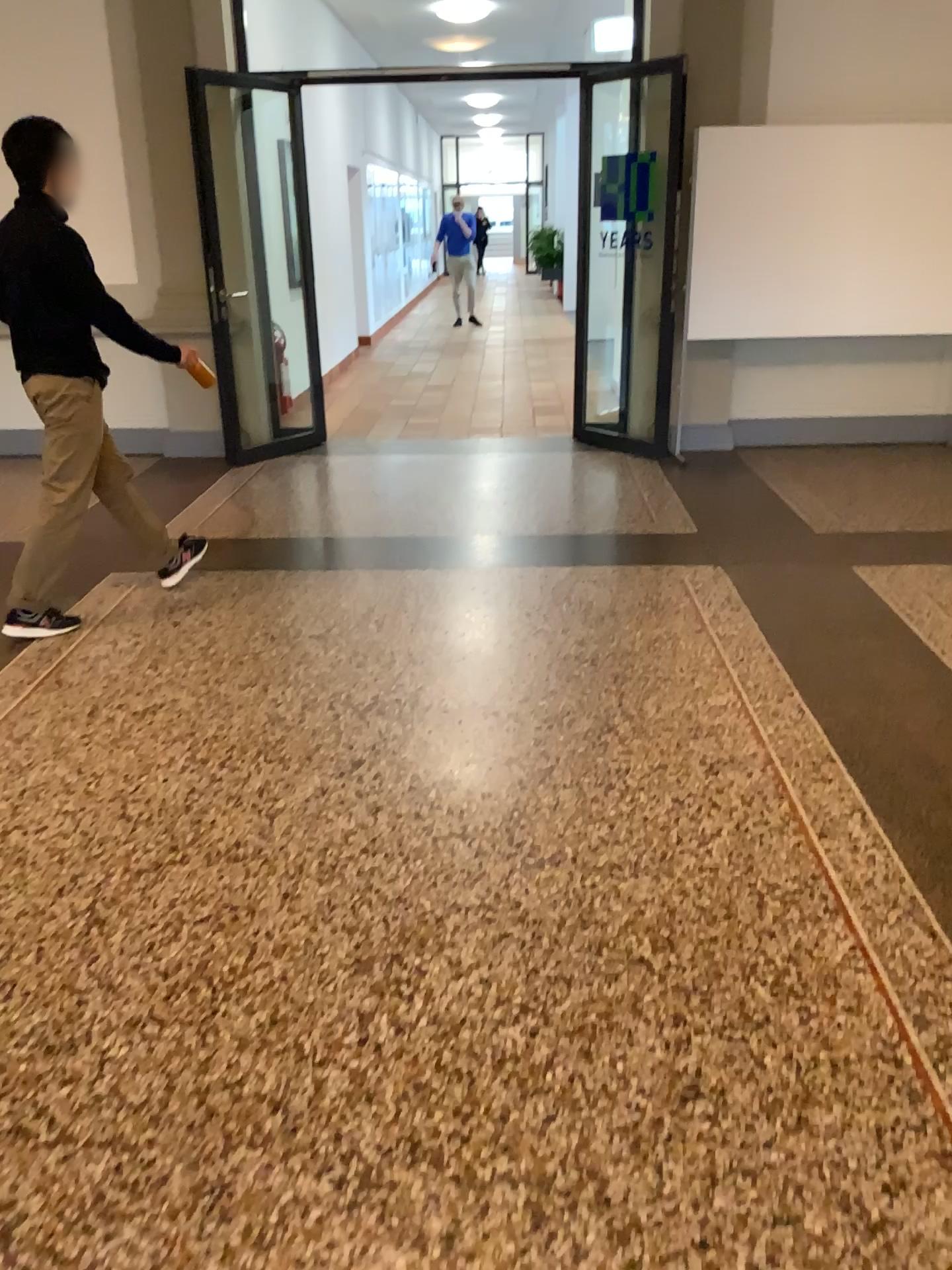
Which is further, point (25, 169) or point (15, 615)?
point (15, 615)

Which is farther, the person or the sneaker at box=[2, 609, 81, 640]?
the sneaker at box=[2, 609, 81, 640]

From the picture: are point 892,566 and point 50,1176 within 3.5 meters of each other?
no

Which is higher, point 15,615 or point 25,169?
point 25,169
